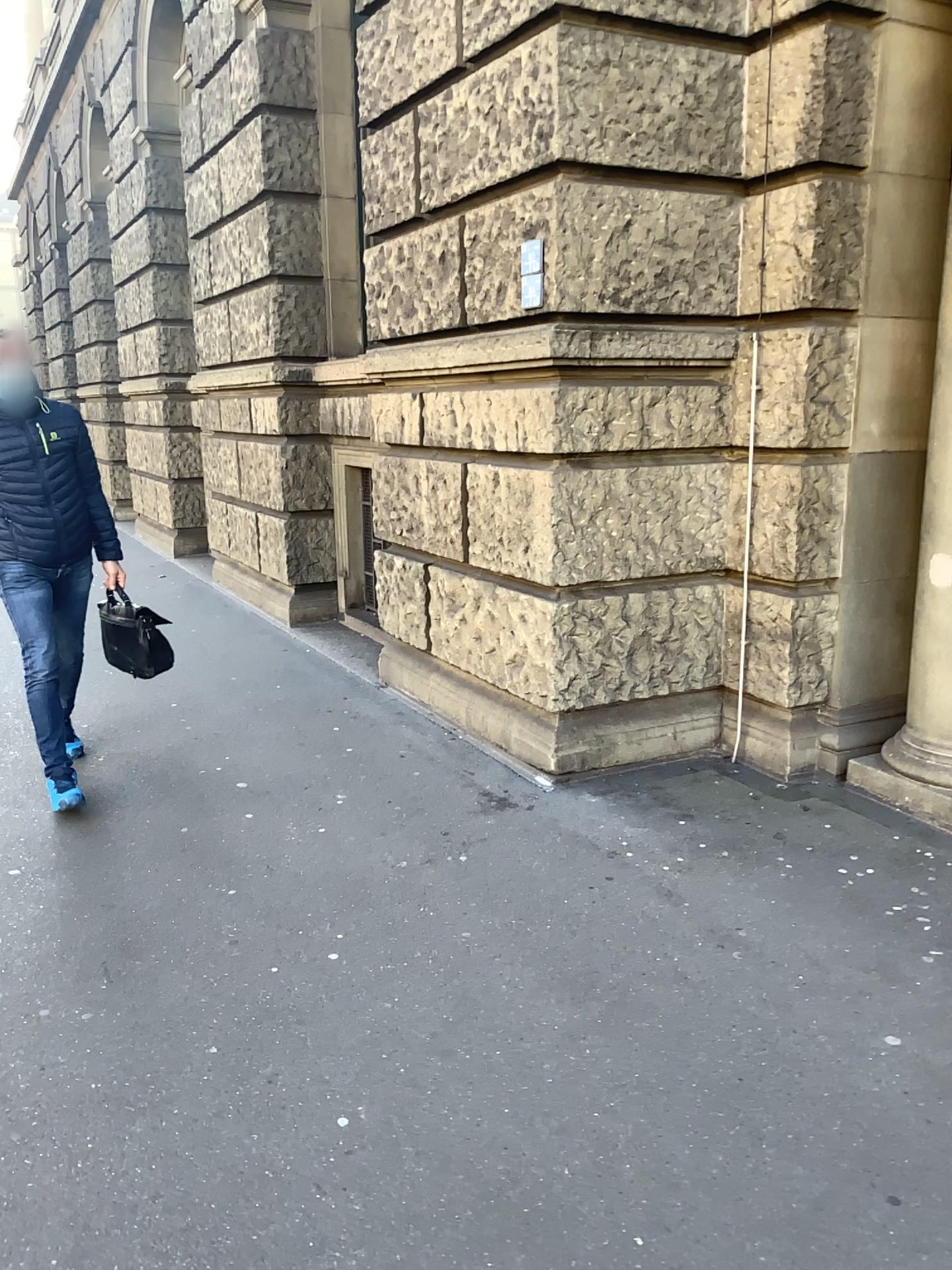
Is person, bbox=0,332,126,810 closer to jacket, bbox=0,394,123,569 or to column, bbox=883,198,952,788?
jacket, bbox=0,394,123,569

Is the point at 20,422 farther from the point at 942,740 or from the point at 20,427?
the point at 942,740

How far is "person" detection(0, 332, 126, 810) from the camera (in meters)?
4.02

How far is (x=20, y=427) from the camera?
4.0m

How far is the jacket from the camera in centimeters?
402cm

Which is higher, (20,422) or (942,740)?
(20,422)

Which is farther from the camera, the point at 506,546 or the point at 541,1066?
the point at 506,546

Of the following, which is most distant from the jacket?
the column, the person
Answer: the column
